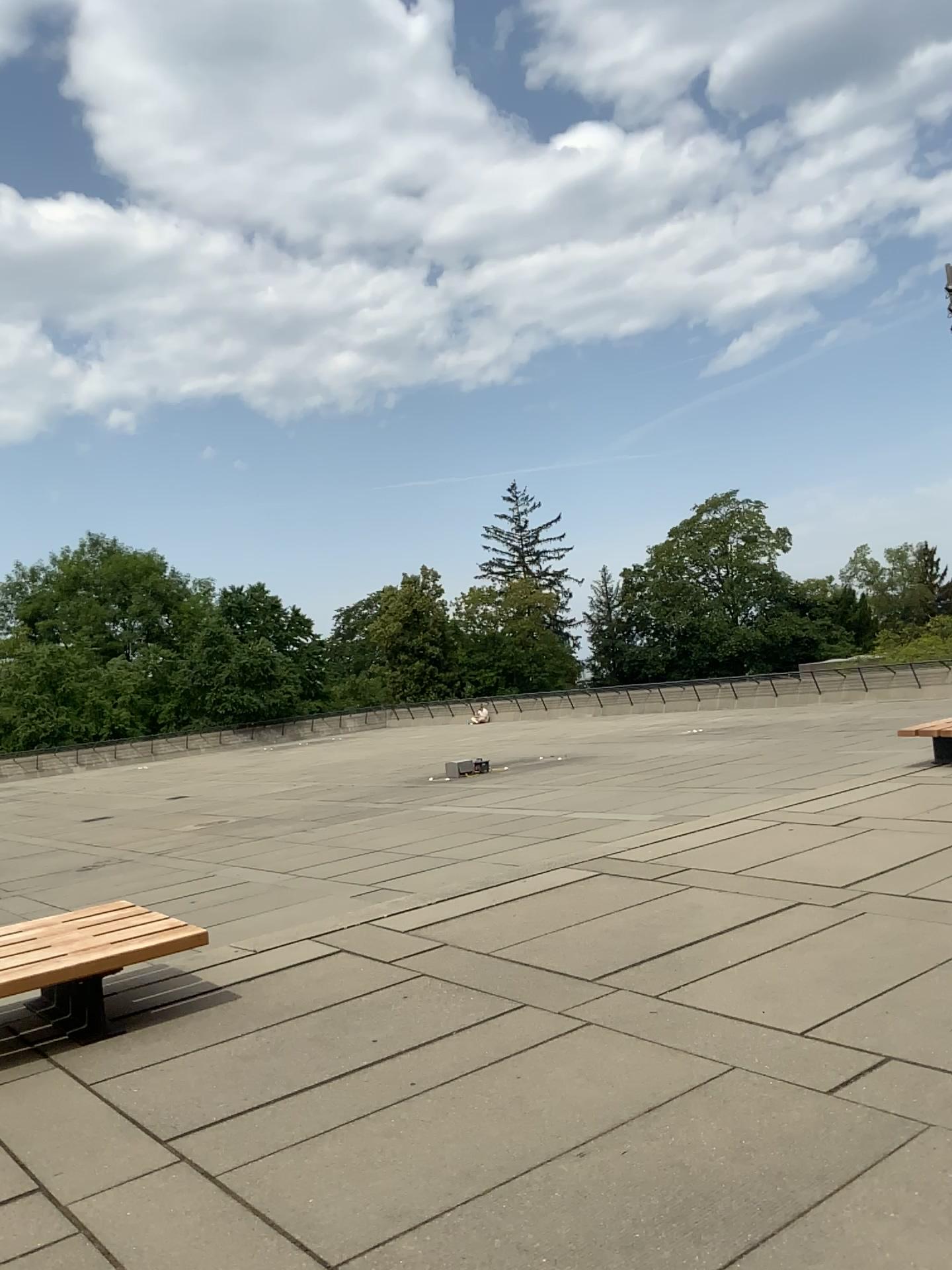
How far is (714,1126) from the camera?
3.3 meters
